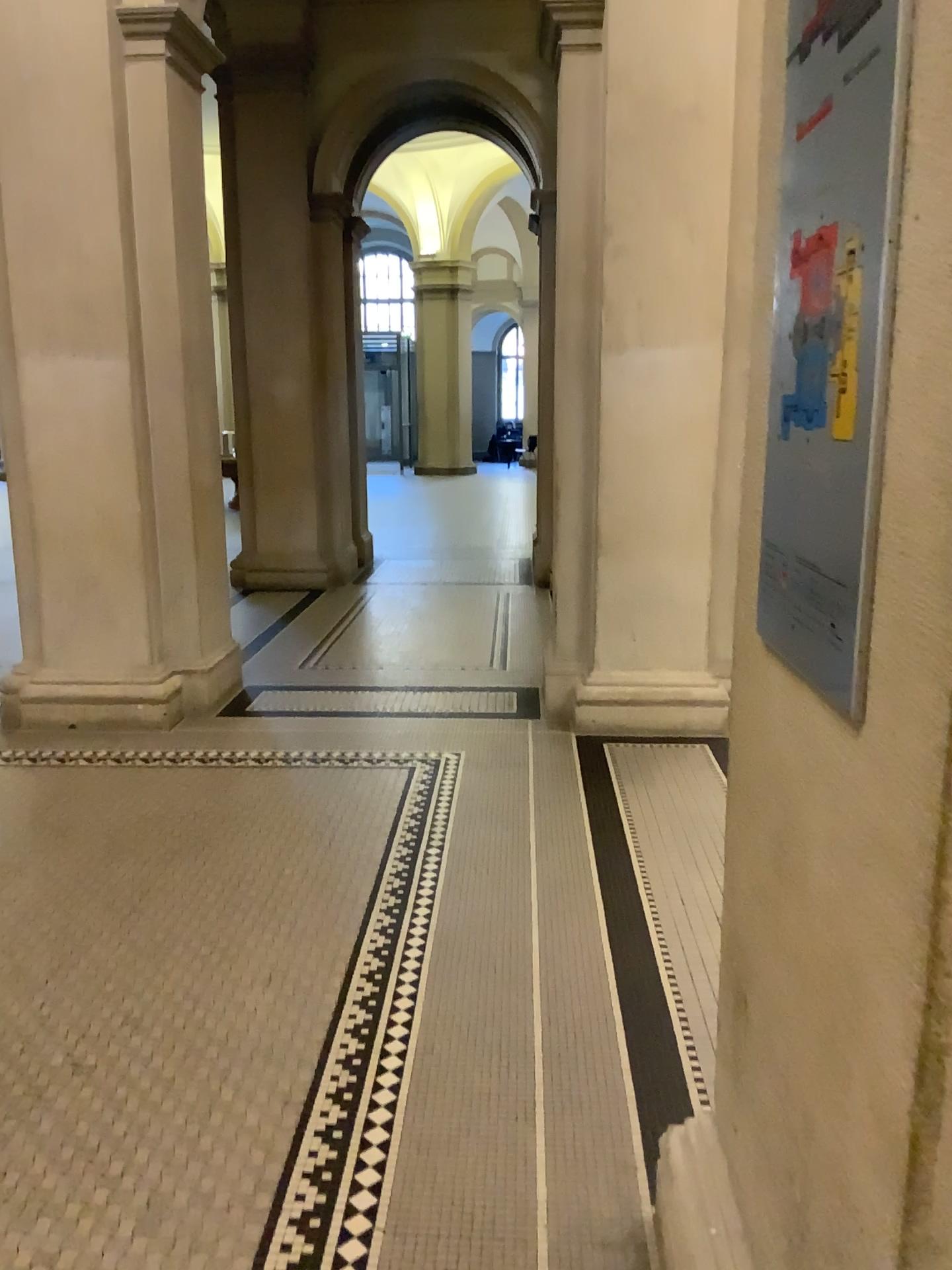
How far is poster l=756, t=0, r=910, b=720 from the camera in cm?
99

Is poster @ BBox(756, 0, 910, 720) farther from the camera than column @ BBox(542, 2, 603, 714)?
No

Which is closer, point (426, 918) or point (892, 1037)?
point (892, 1037)

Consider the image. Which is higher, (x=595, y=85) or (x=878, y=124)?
(x=595, y=85)

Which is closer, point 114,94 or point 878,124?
point 878,124

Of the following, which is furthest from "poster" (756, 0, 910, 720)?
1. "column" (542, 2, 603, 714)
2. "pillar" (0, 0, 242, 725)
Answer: "pillar" (0, 0, 242, 725)

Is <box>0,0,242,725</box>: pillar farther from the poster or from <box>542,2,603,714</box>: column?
the poster

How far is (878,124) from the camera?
1.0 meters
